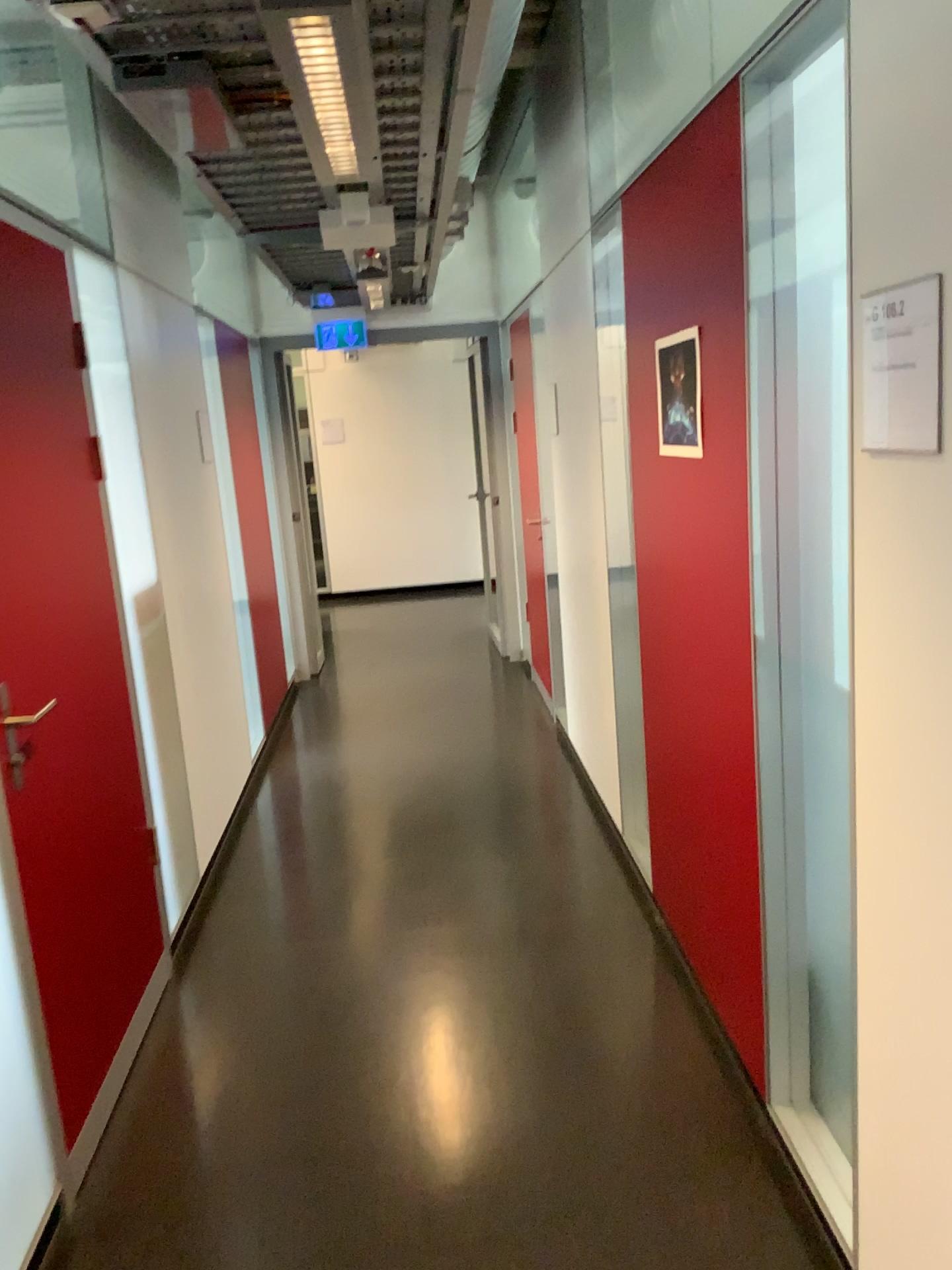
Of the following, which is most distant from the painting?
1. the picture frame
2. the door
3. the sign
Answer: the door

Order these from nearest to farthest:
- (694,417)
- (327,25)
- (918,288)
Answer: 1. (918,288)
2. (327,25)
3. (694,417)

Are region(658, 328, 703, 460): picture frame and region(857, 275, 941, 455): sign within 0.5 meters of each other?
no

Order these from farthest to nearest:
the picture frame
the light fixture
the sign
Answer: the picture frame → the light fixture → the sign

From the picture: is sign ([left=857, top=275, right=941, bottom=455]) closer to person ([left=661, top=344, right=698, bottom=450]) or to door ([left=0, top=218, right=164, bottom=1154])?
person ([left=661, top=344, right=698, bottom=450])

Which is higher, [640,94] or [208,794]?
[640,94]

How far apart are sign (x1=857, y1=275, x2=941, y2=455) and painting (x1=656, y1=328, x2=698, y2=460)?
0.9 meters

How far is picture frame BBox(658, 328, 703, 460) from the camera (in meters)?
2.30

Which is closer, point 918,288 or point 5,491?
point 918,288

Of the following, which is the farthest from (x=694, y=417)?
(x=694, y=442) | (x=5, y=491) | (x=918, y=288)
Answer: (x=5, y=491)
